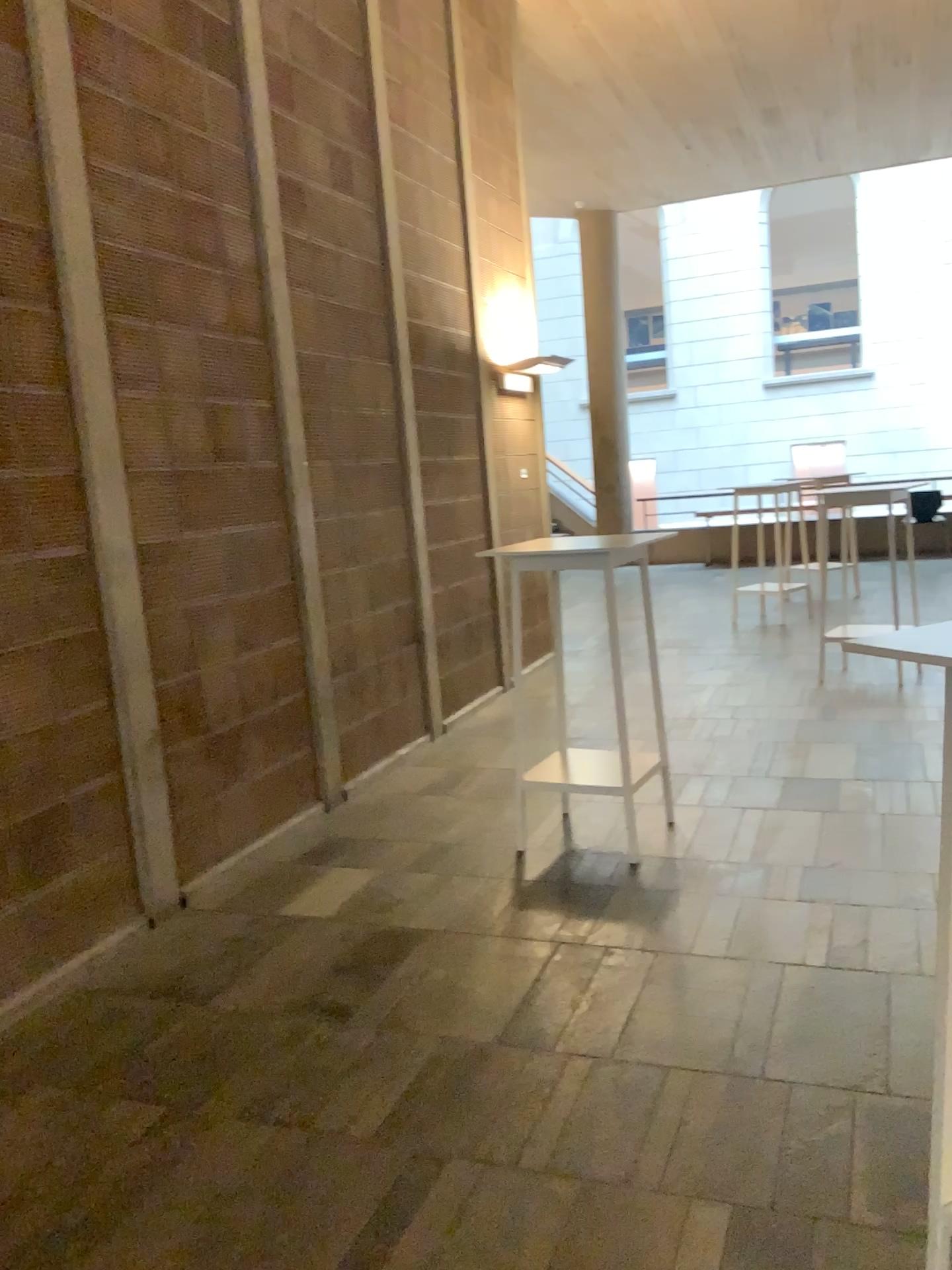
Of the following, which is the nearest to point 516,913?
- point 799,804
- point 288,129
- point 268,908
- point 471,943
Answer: point 471,943
